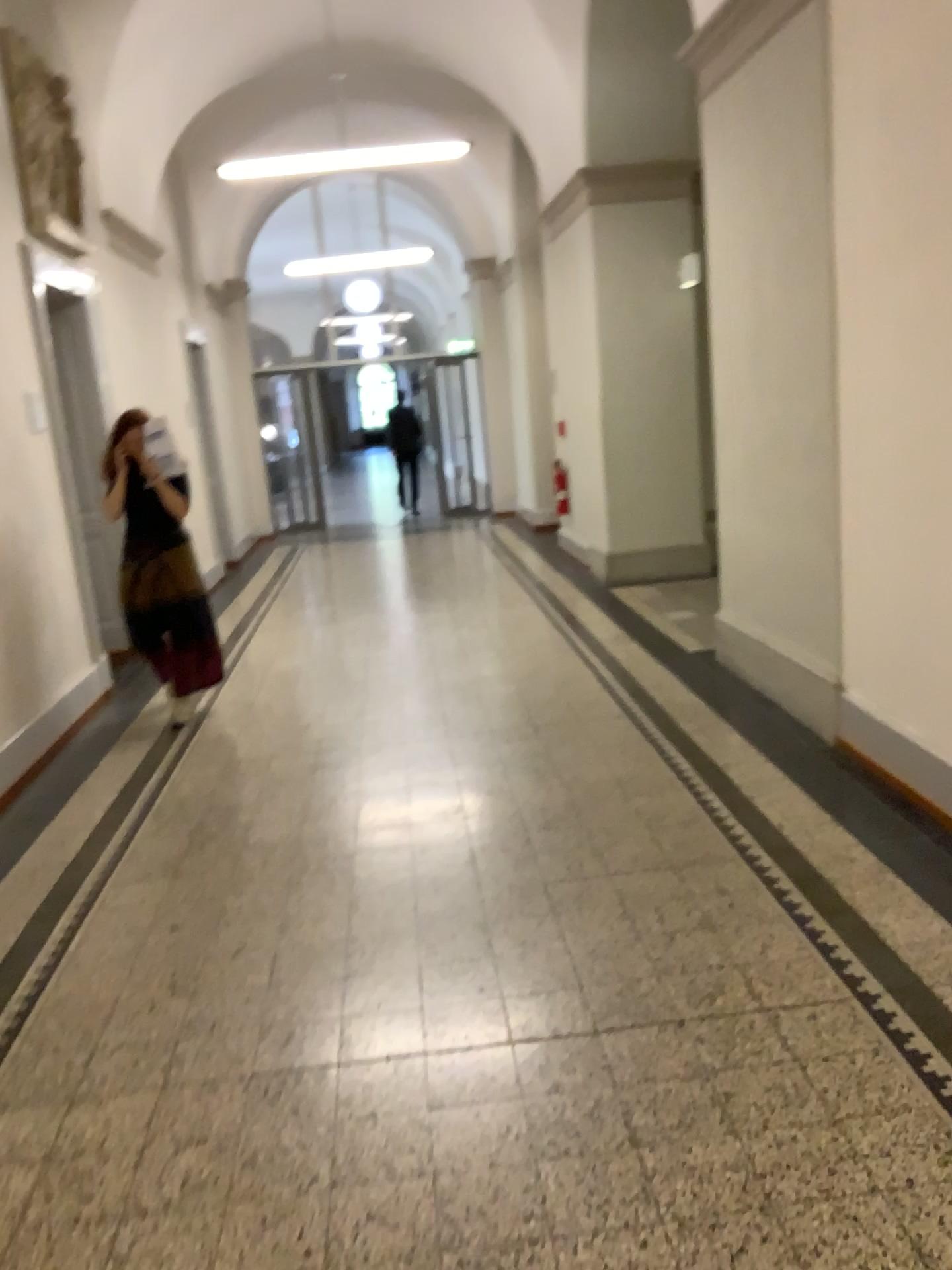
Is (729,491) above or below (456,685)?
above
